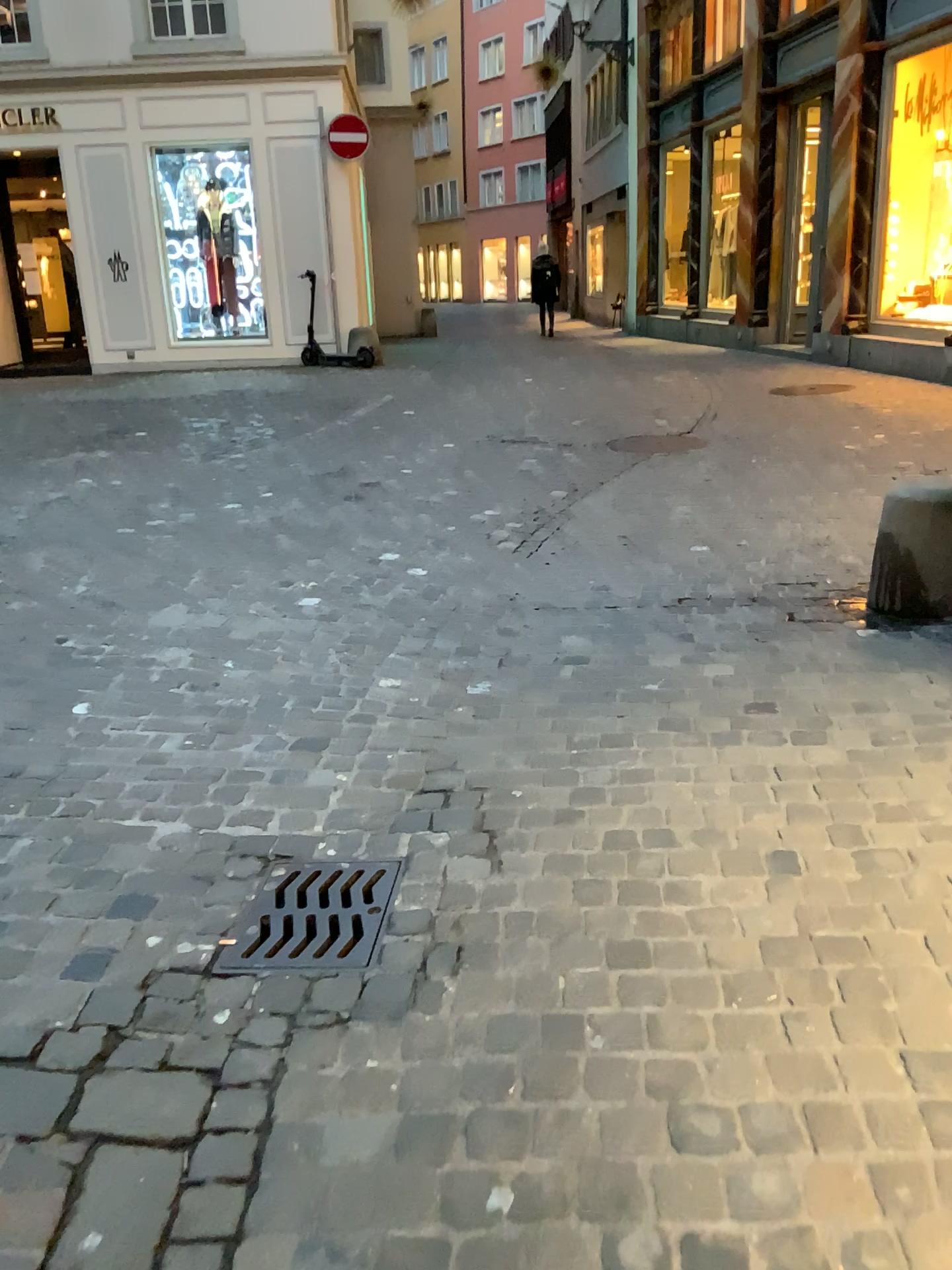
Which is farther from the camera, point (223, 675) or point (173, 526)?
point (173, 526)

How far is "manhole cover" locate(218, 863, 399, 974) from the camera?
2.08m

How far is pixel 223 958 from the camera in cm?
208
